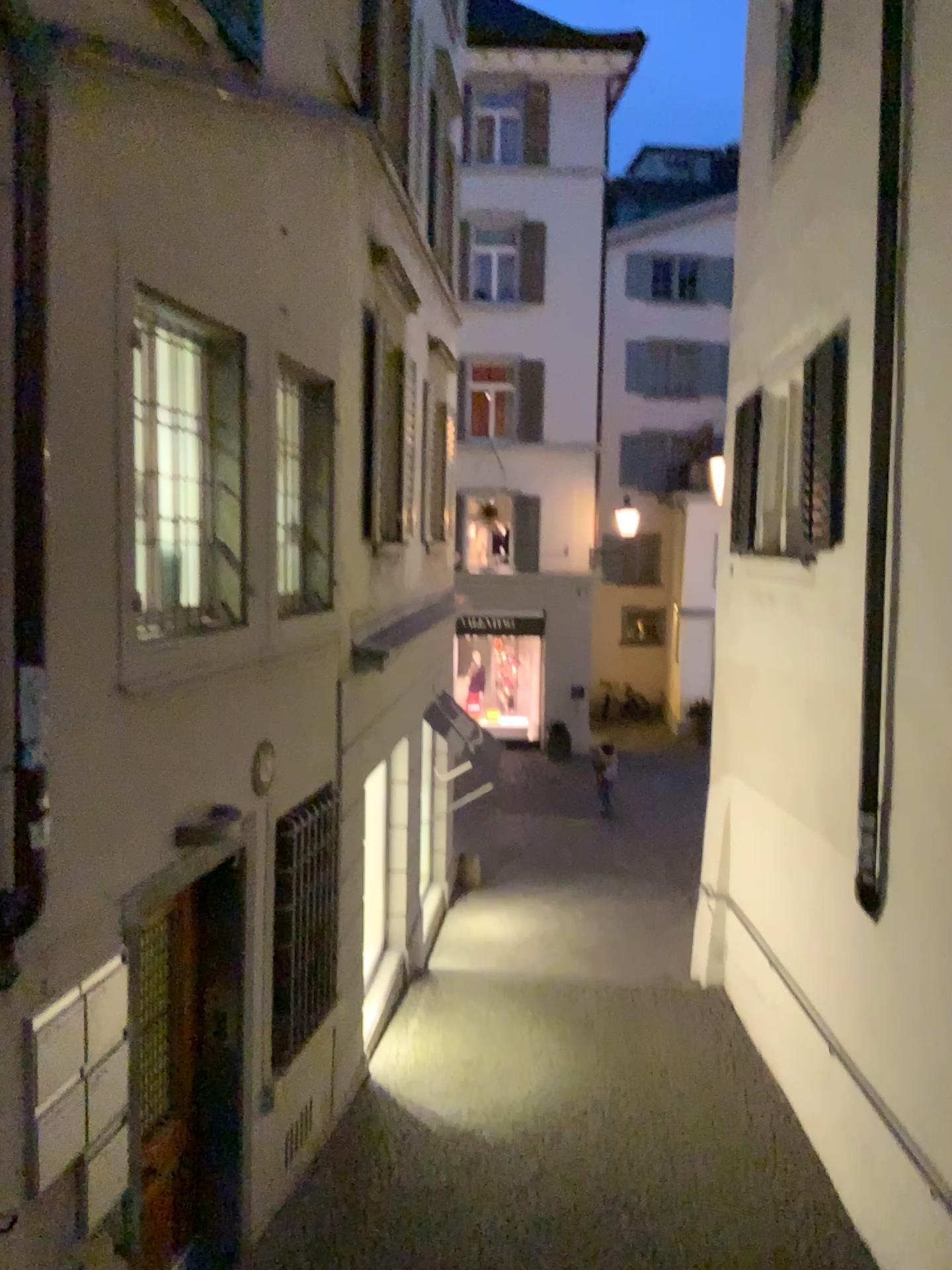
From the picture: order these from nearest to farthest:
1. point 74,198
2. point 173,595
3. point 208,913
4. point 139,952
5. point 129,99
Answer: point 74,198 < point 129,99 < point 139,952 < point 173,595 < point 208,913
